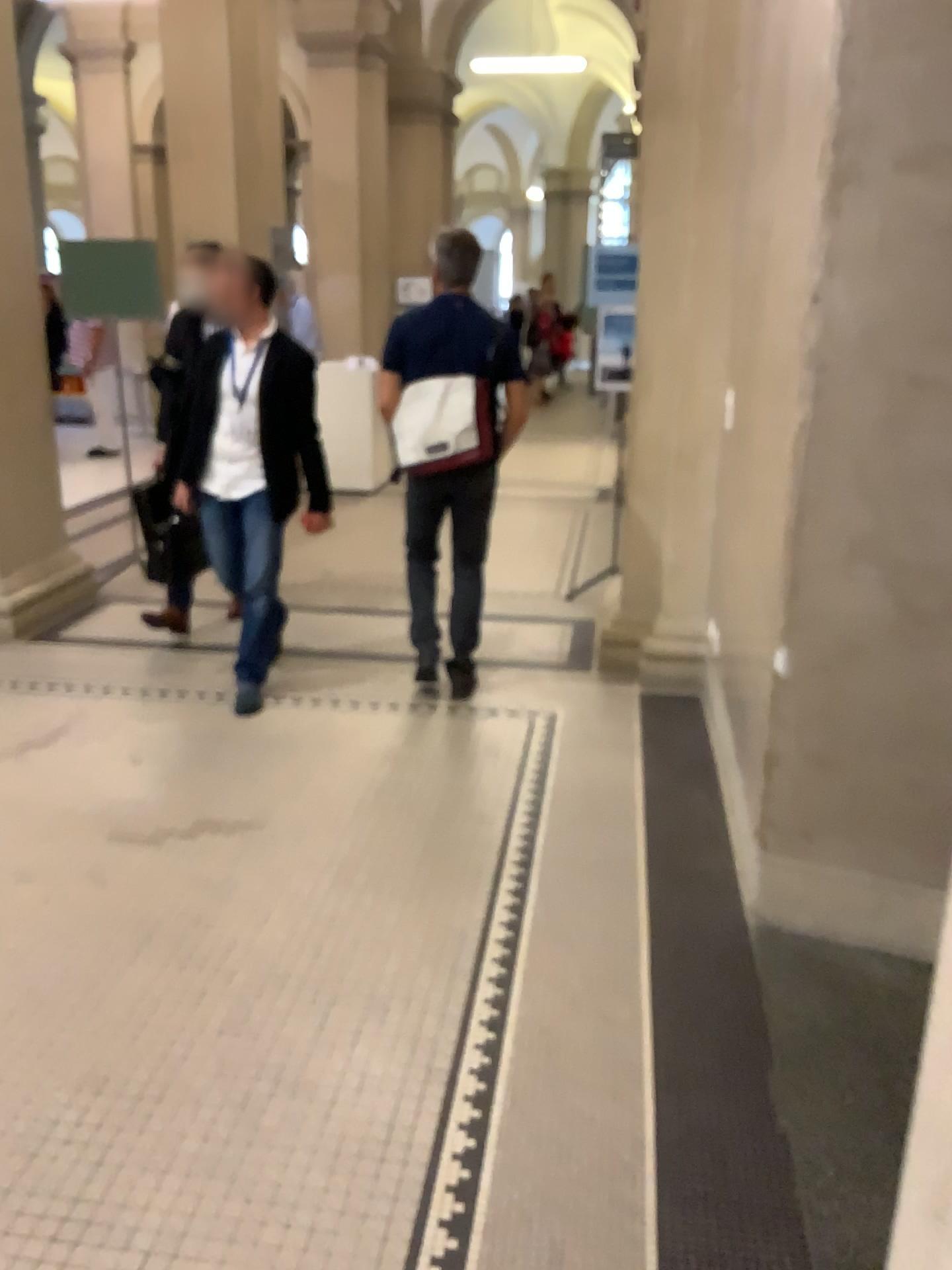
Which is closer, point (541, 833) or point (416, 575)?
point (541, 833)

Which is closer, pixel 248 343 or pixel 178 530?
pixel 248 343

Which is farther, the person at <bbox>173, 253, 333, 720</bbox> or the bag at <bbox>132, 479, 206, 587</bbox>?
the bag at <bbox>132, 479, 206, 587</bbox>

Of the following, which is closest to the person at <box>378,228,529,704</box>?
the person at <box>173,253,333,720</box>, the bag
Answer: the person at <box>173,253,333,720</box>

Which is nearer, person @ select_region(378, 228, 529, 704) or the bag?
person @ select_region(378, 228, 529, 704)

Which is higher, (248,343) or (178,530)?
(248,343)

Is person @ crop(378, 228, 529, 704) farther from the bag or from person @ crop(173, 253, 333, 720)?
the bag

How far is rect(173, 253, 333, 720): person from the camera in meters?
4.0

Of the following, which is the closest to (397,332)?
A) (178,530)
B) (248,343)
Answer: (248,343)
